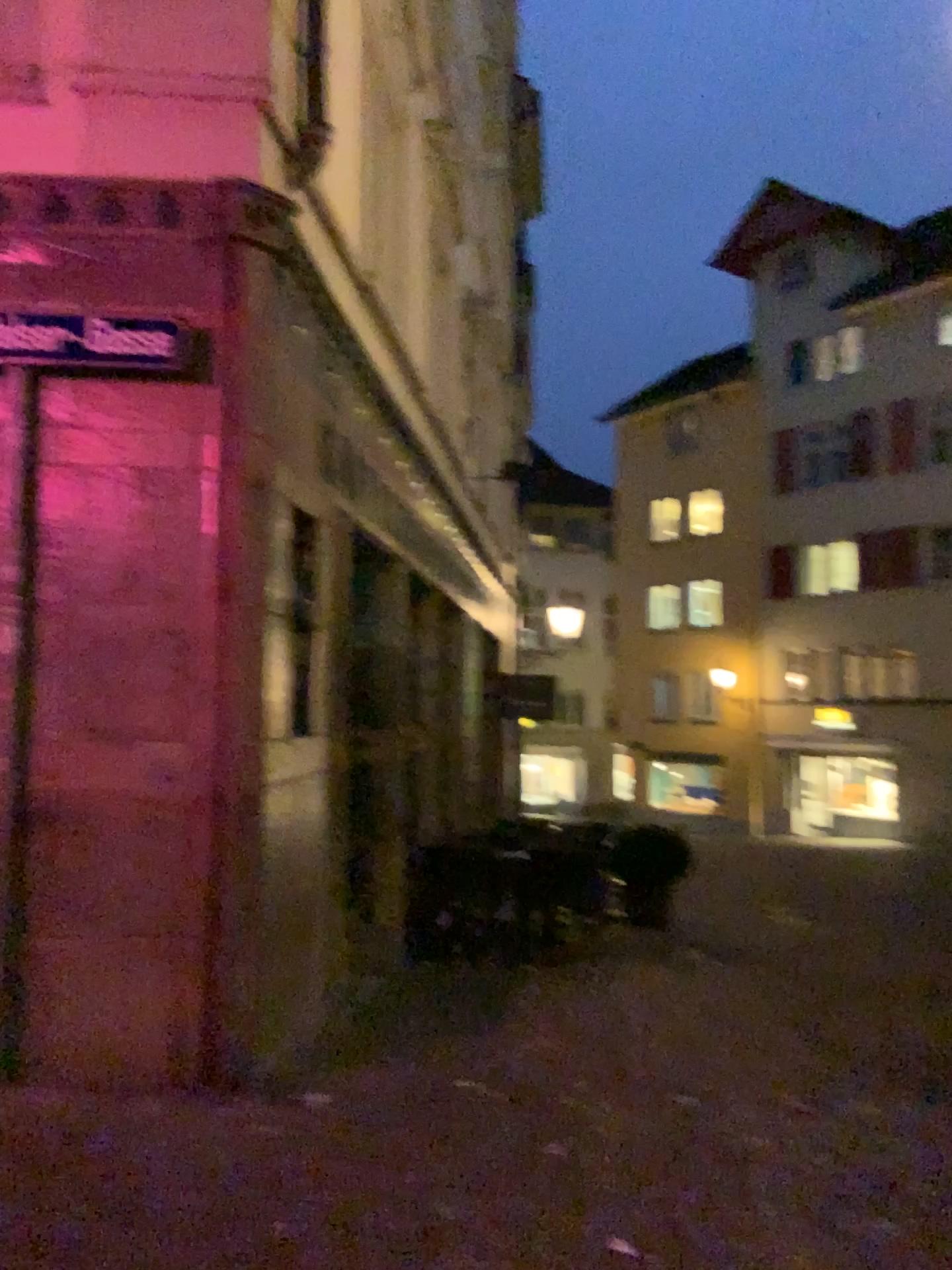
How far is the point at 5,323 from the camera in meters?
3.9

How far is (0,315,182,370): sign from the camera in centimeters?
394cm

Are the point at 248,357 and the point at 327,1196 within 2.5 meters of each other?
no
